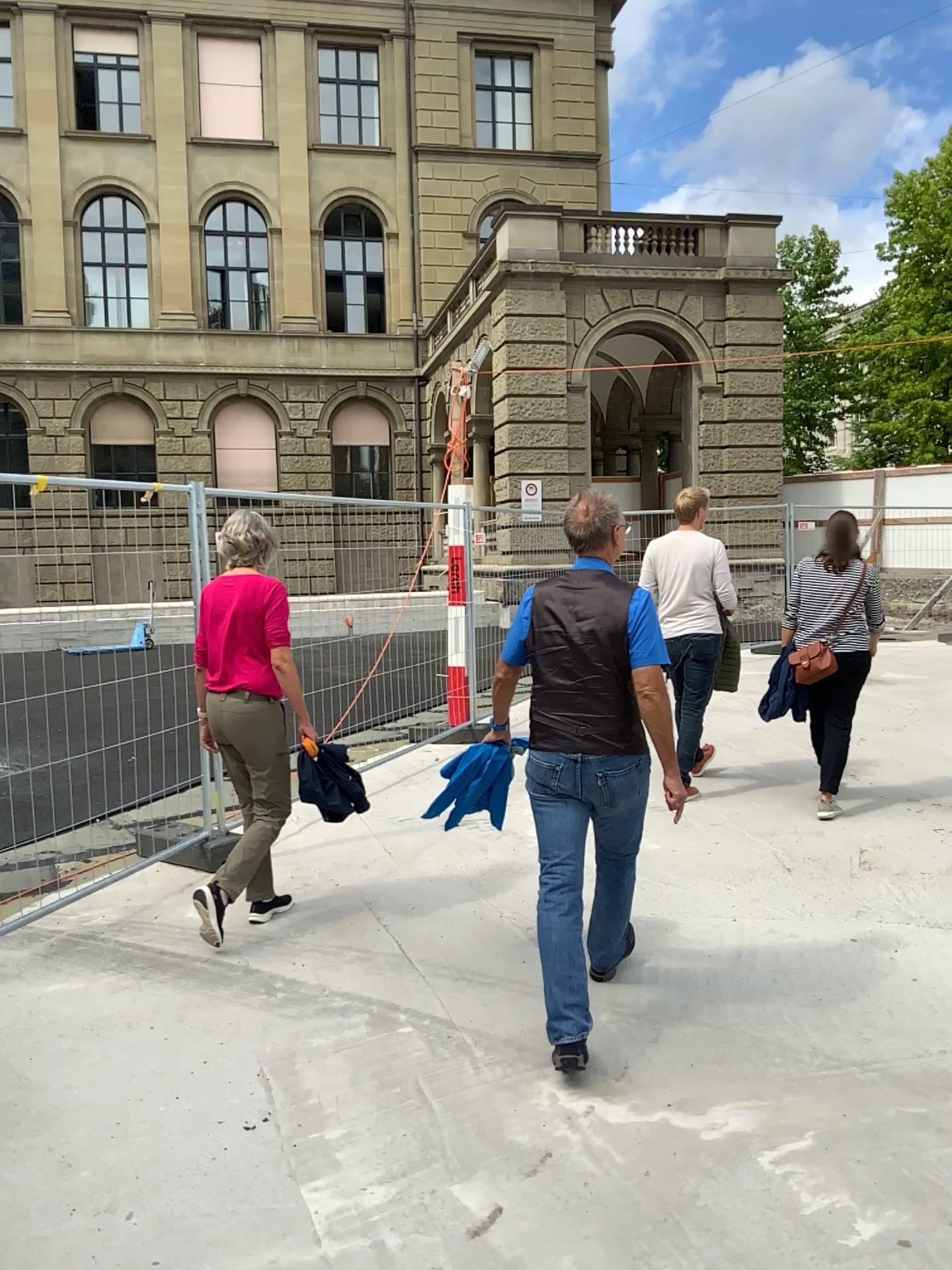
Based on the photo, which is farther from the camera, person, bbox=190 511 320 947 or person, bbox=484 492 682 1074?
person, bbox=190 511 320 947

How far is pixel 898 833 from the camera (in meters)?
5.14

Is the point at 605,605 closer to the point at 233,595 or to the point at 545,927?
the point at 545,927

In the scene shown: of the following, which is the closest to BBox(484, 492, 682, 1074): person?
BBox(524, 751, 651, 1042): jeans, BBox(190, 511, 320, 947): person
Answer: BBox(524, 751, 651, 1042): jeans

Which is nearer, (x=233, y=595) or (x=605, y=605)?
(x=605, y=605)

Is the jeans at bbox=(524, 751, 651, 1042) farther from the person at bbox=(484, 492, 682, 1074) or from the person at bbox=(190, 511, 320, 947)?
the person at bbox=(190, 511, 320, 947)

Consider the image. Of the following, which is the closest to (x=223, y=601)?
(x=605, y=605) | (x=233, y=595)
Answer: (x=233, y=595)

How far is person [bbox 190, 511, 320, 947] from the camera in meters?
4.3 m

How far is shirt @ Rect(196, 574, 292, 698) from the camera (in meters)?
4.26

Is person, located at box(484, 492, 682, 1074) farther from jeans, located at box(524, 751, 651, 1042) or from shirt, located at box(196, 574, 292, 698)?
shirt, located at box(196, 574, 292, 698)
